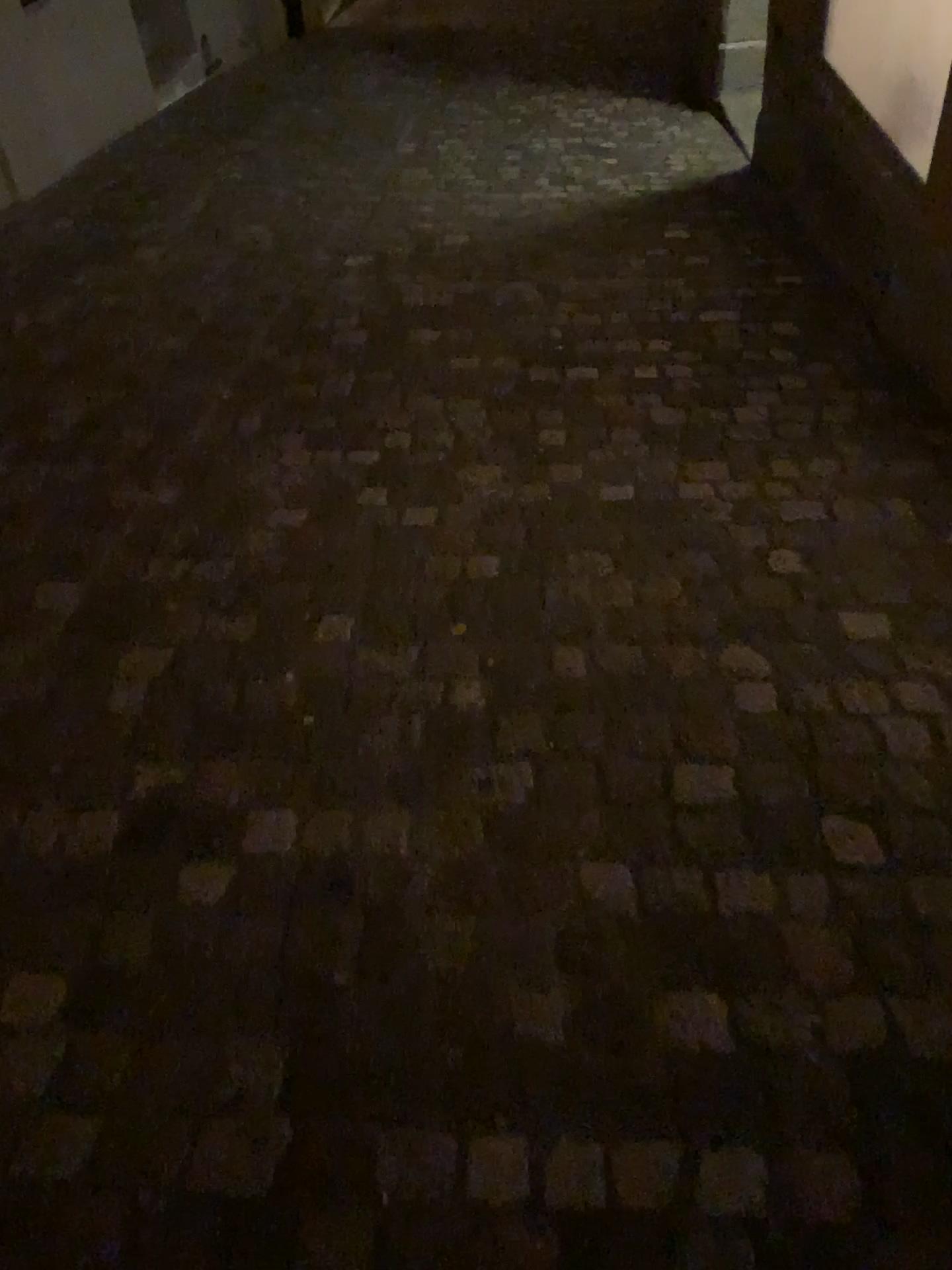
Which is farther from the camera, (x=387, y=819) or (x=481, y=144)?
(x=481, y=144)
